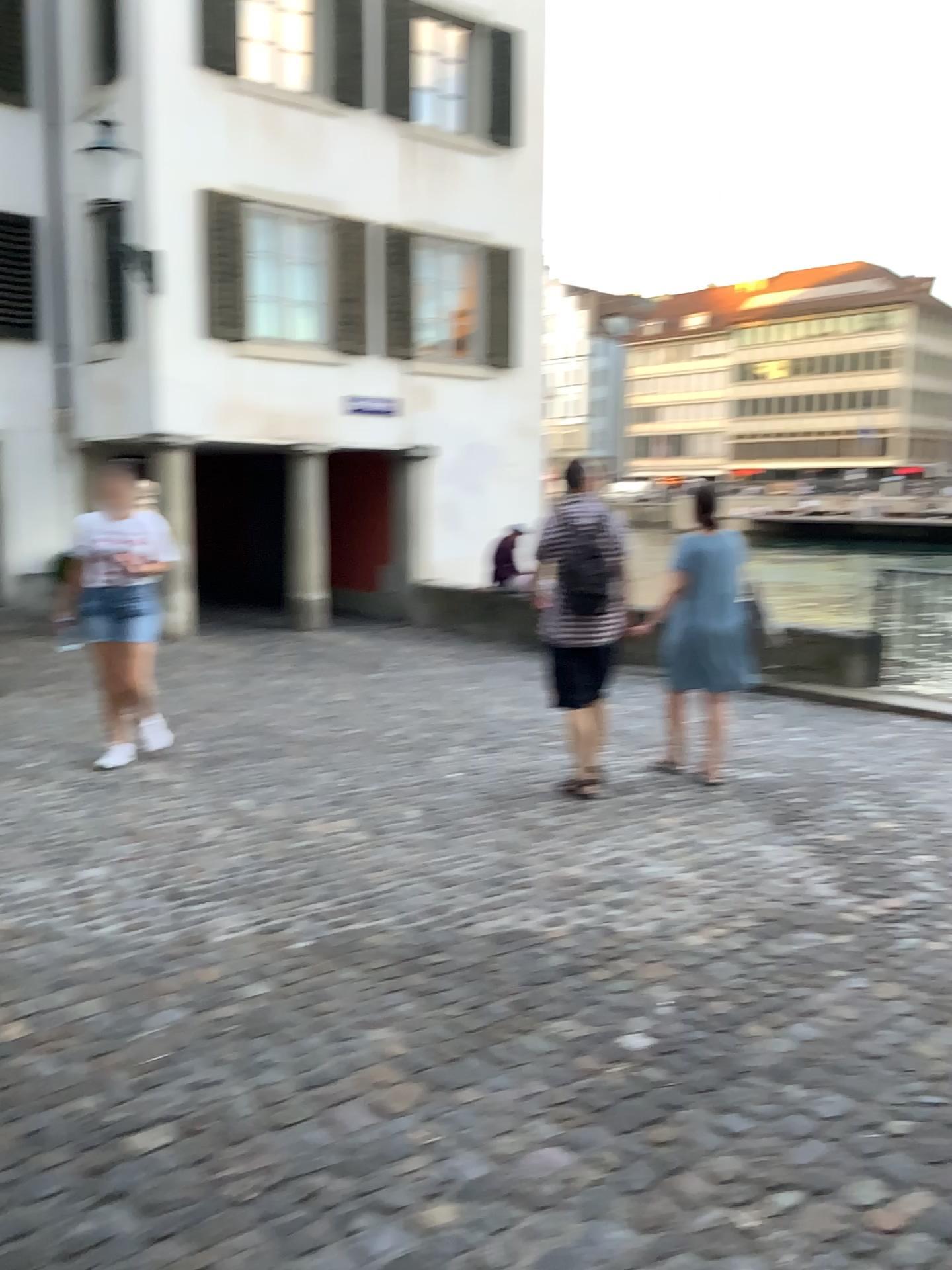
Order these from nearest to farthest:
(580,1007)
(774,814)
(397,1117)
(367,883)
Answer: (397,1117), (580,1007), (367,883), (774,814)
